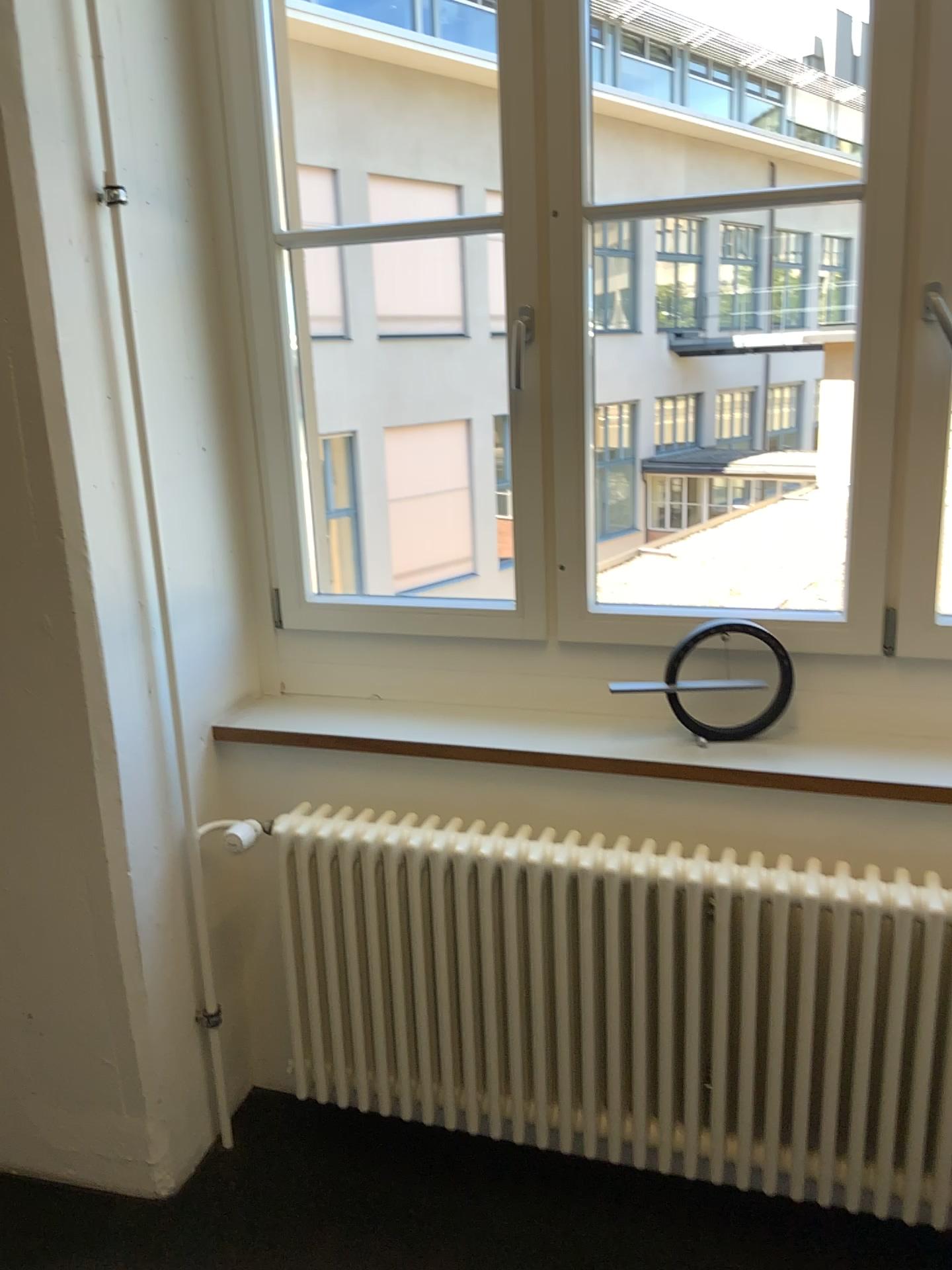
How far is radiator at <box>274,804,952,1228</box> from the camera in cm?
174

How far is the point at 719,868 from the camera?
1.7 meters

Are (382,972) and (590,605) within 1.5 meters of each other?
yes
